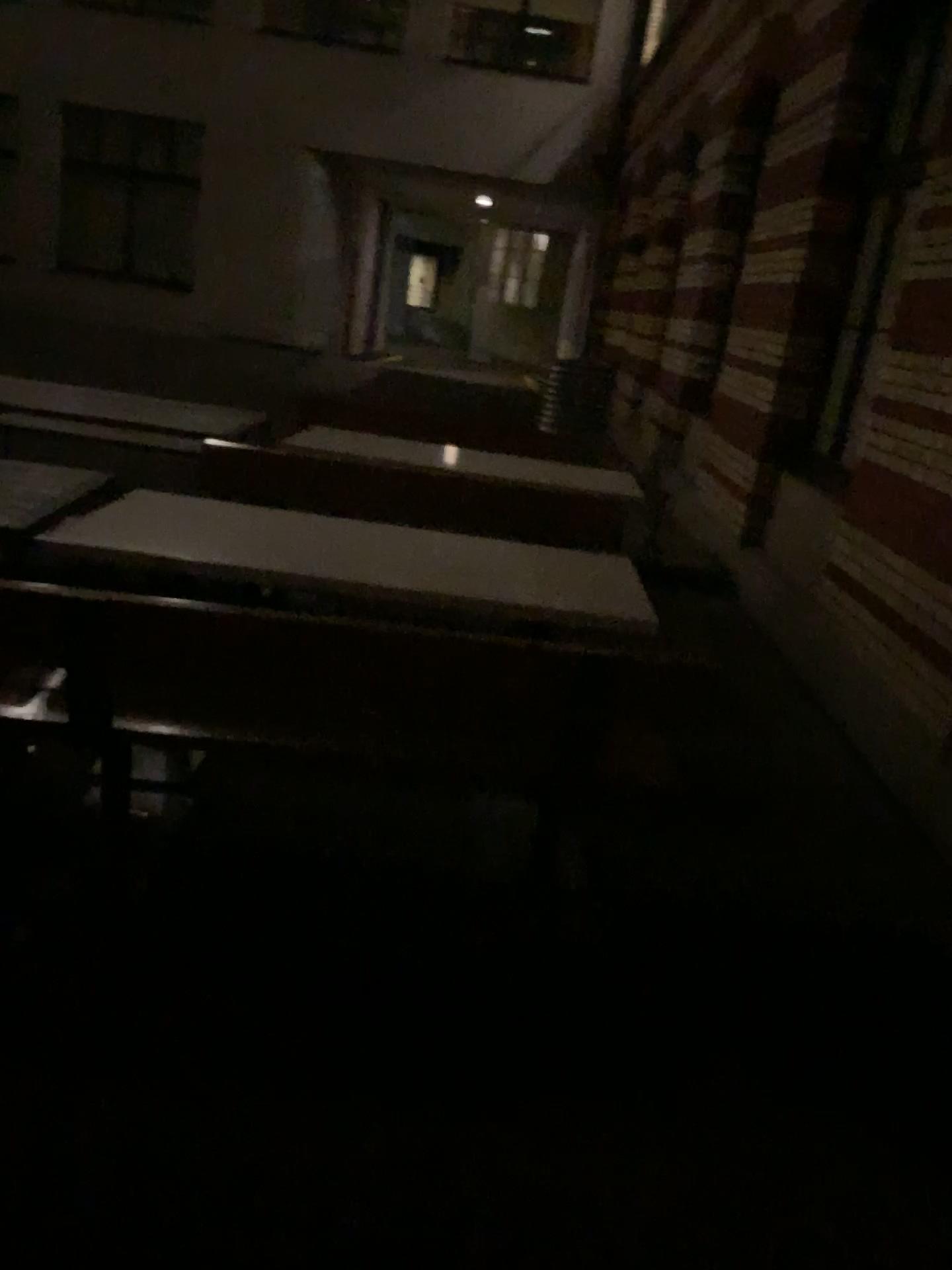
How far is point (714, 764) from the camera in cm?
394
